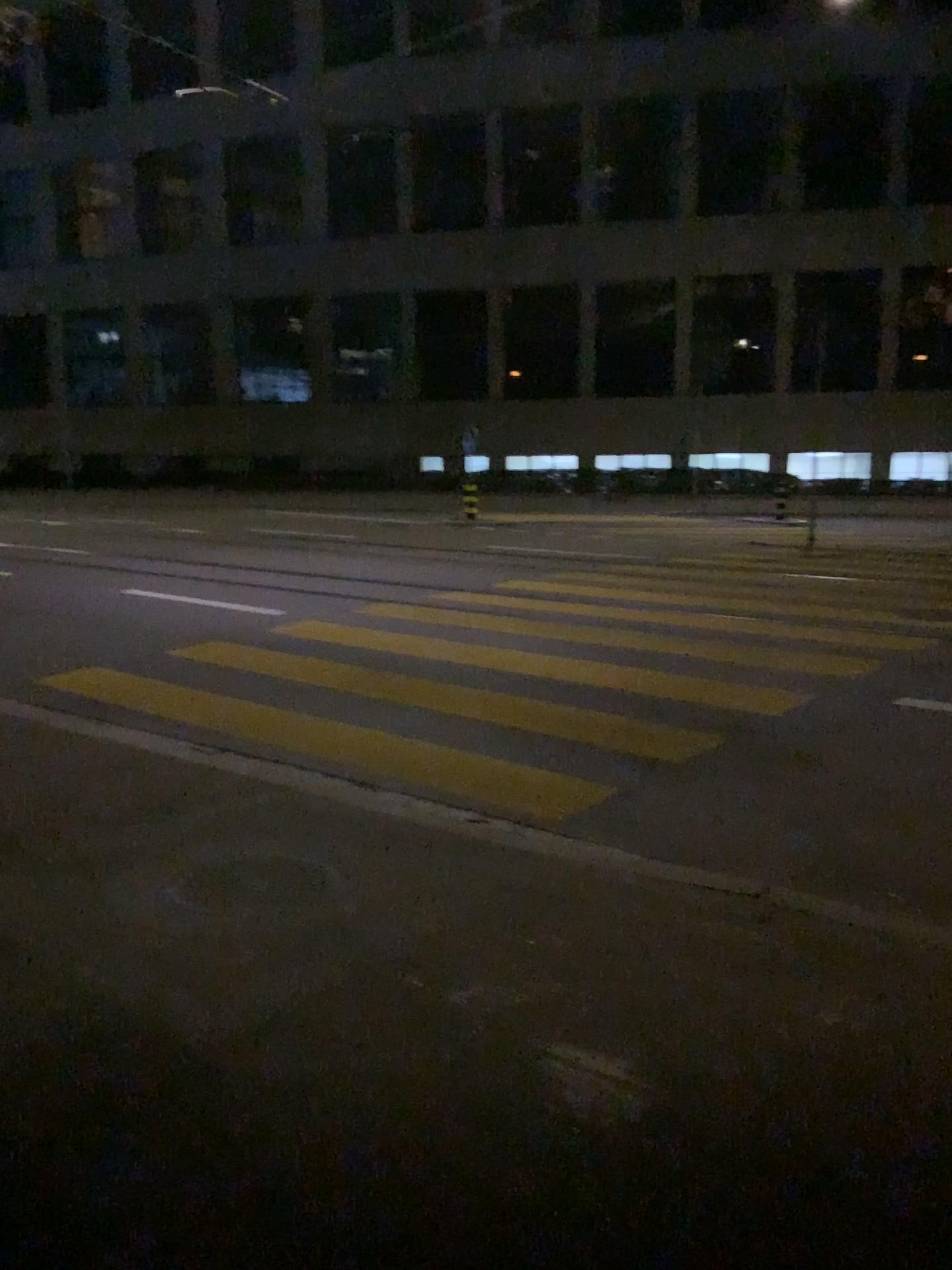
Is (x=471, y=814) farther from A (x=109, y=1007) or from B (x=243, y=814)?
A (x=109, y=1007)
